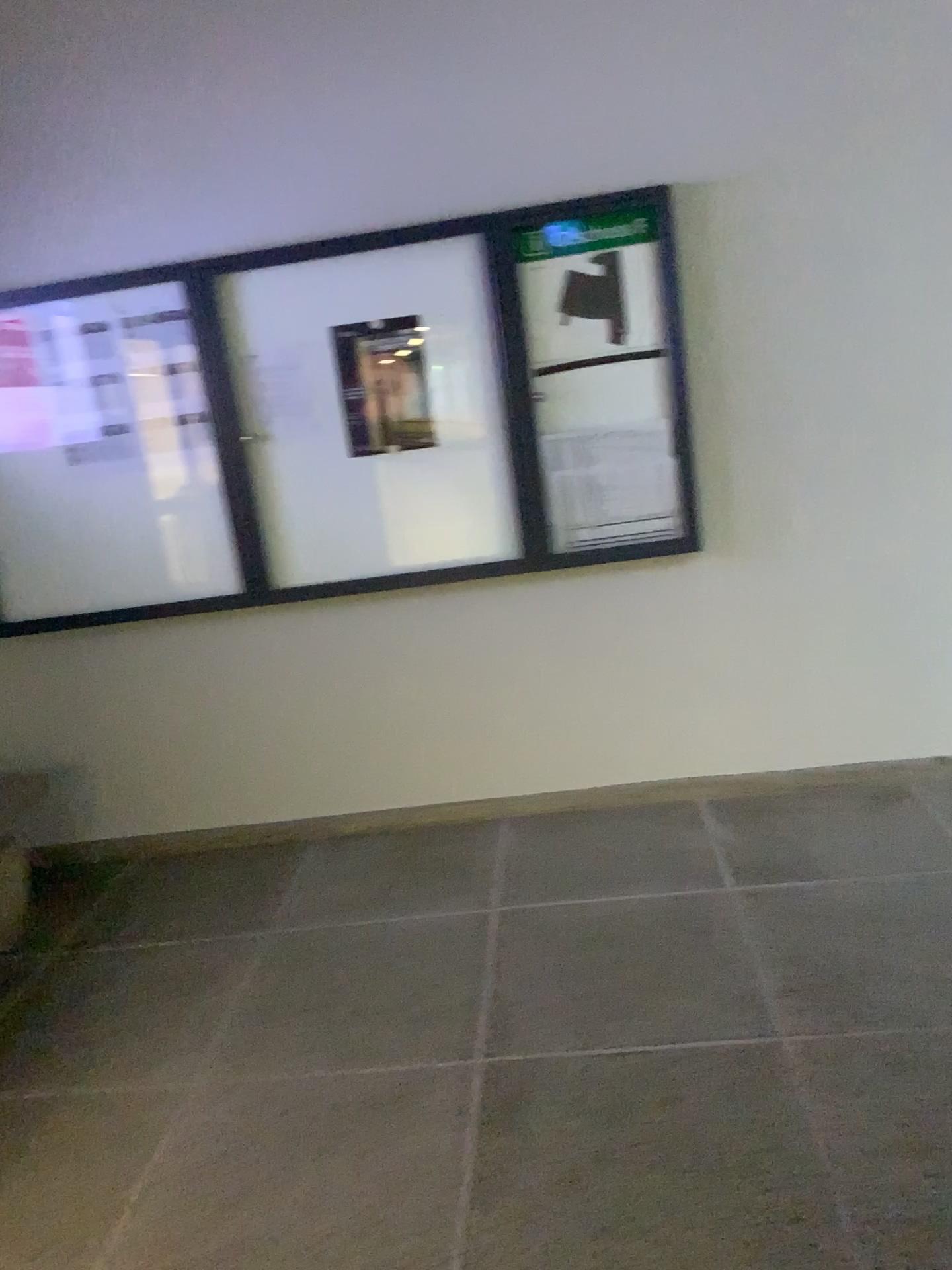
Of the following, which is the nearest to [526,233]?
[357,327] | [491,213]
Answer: [491,213]

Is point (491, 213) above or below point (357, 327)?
above

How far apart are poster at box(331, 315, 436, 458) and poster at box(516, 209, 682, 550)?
0.3m

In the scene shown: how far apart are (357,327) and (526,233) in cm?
61

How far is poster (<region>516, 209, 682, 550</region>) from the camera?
3.3 meters

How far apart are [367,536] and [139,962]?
1.49m

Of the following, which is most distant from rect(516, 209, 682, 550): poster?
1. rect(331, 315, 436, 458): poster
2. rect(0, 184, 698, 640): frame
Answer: rect(331, 315, 436, 458): poster

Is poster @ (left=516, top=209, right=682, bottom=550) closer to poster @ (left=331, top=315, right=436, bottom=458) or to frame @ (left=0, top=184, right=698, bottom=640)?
frame @ (left=0, top=184, right=698, bottom=640)

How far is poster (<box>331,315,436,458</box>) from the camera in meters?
3.4 m
